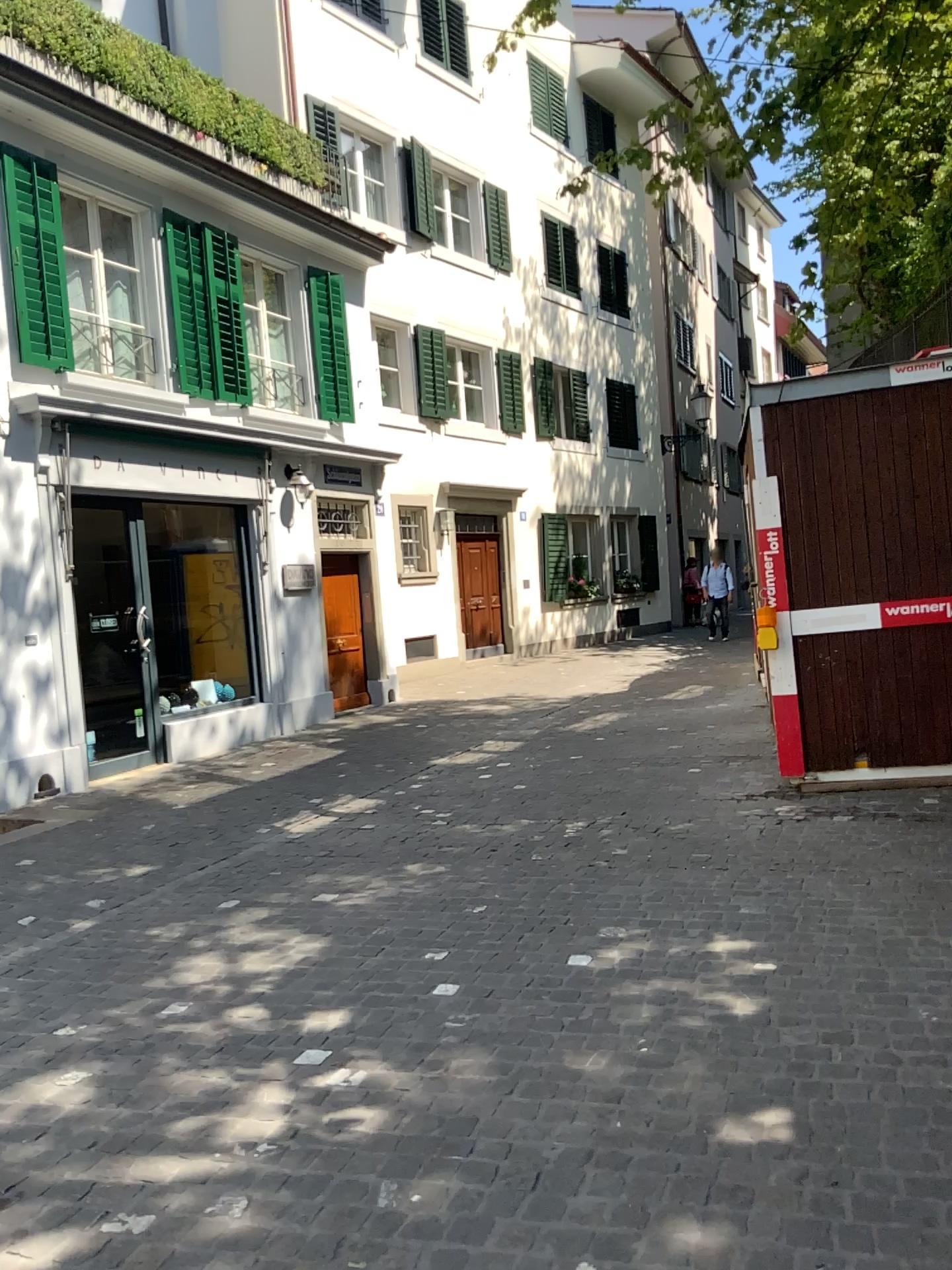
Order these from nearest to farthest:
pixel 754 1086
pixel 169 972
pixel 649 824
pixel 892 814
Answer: pixel 754 1086
pixel 169 972
pixel 892 814
pixel 649 824
